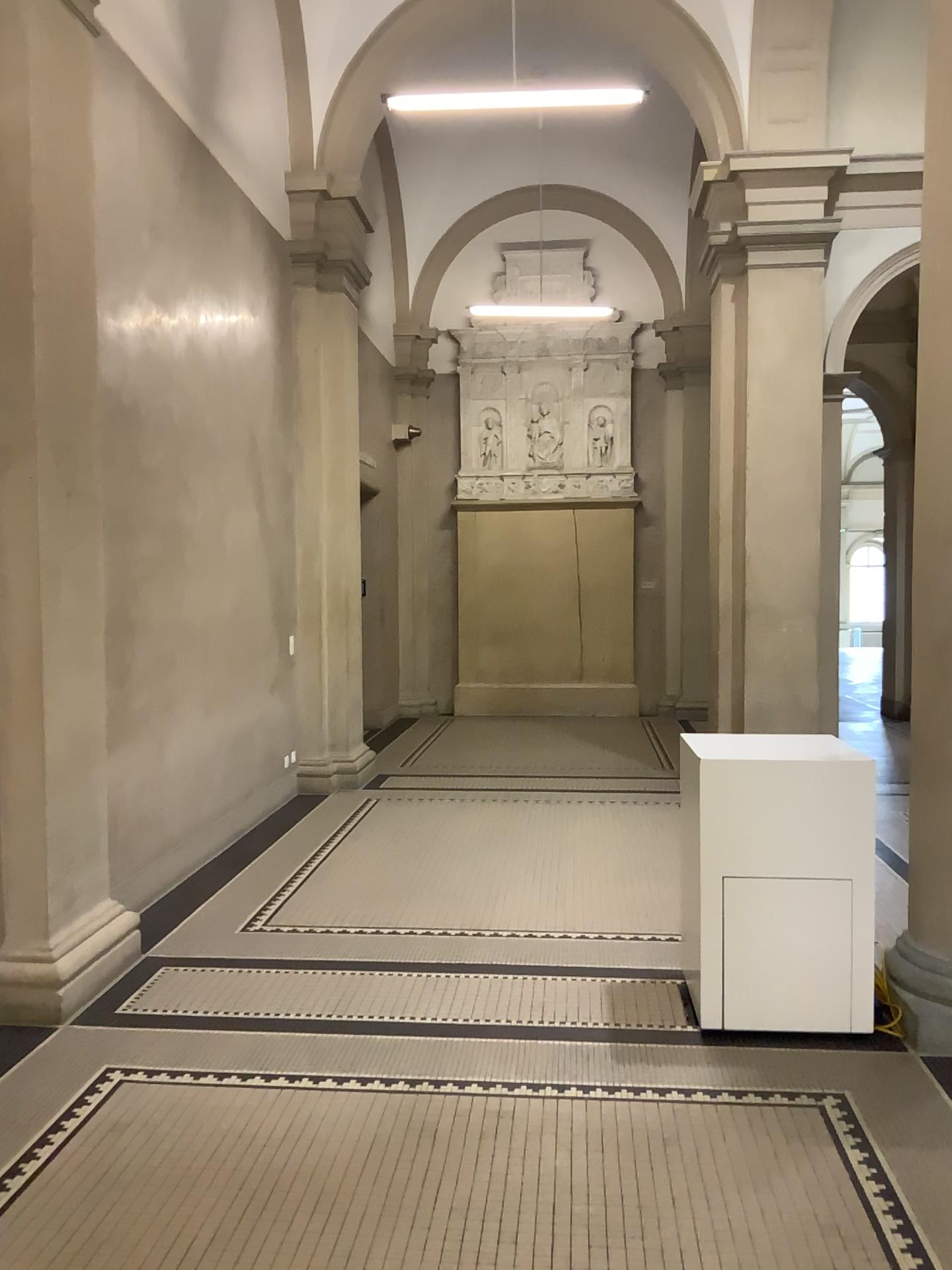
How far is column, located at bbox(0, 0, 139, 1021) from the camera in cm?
390

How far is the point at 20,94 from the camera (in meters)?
3.90

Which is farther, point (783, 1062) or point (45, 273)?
point (45, 273)
